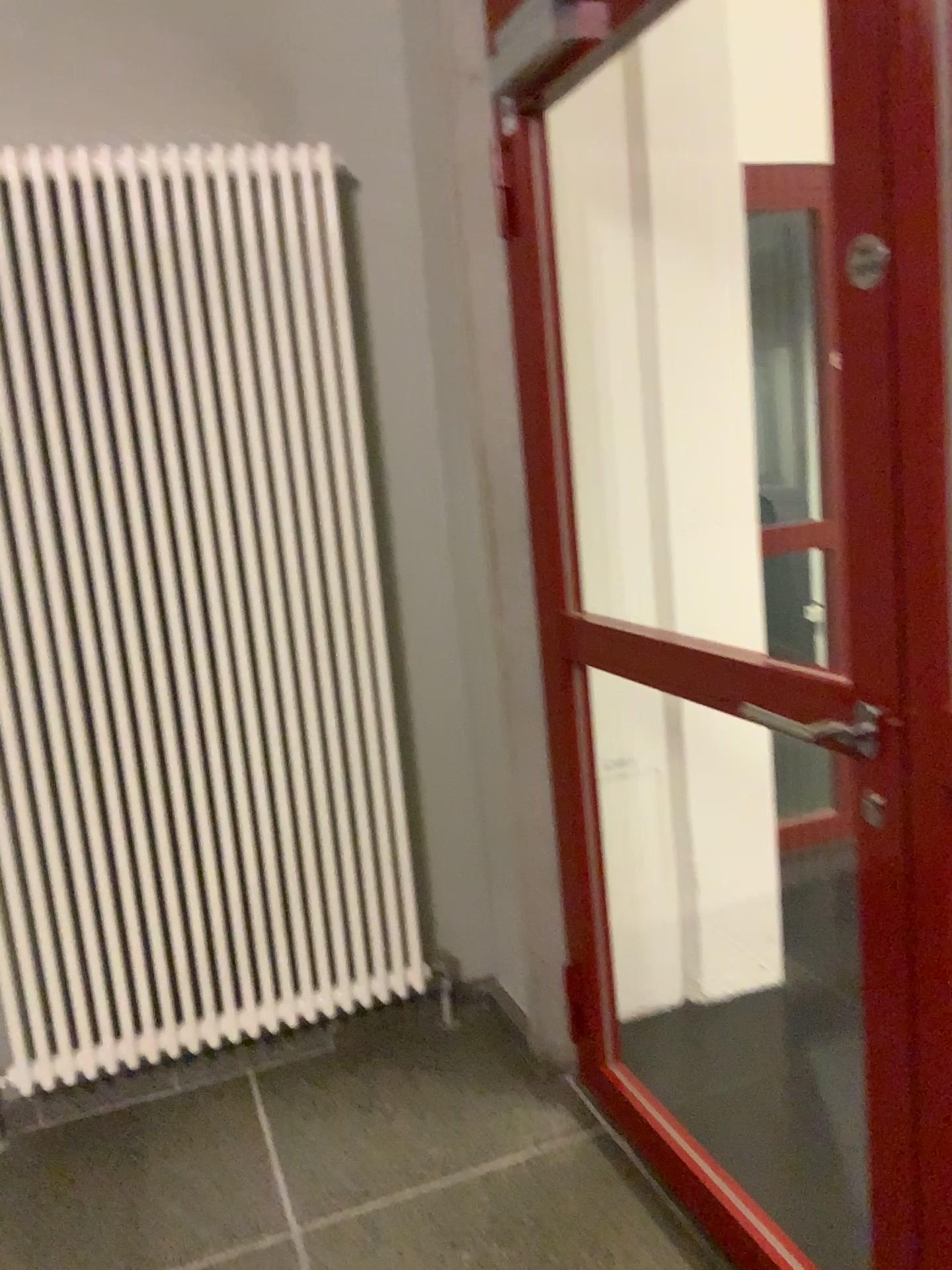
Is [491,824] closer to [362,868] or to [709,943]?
[362,868]

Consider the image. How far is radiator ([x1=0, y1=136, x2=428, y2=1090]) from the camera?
2.2m

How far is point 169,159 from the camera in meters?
2.2 m
